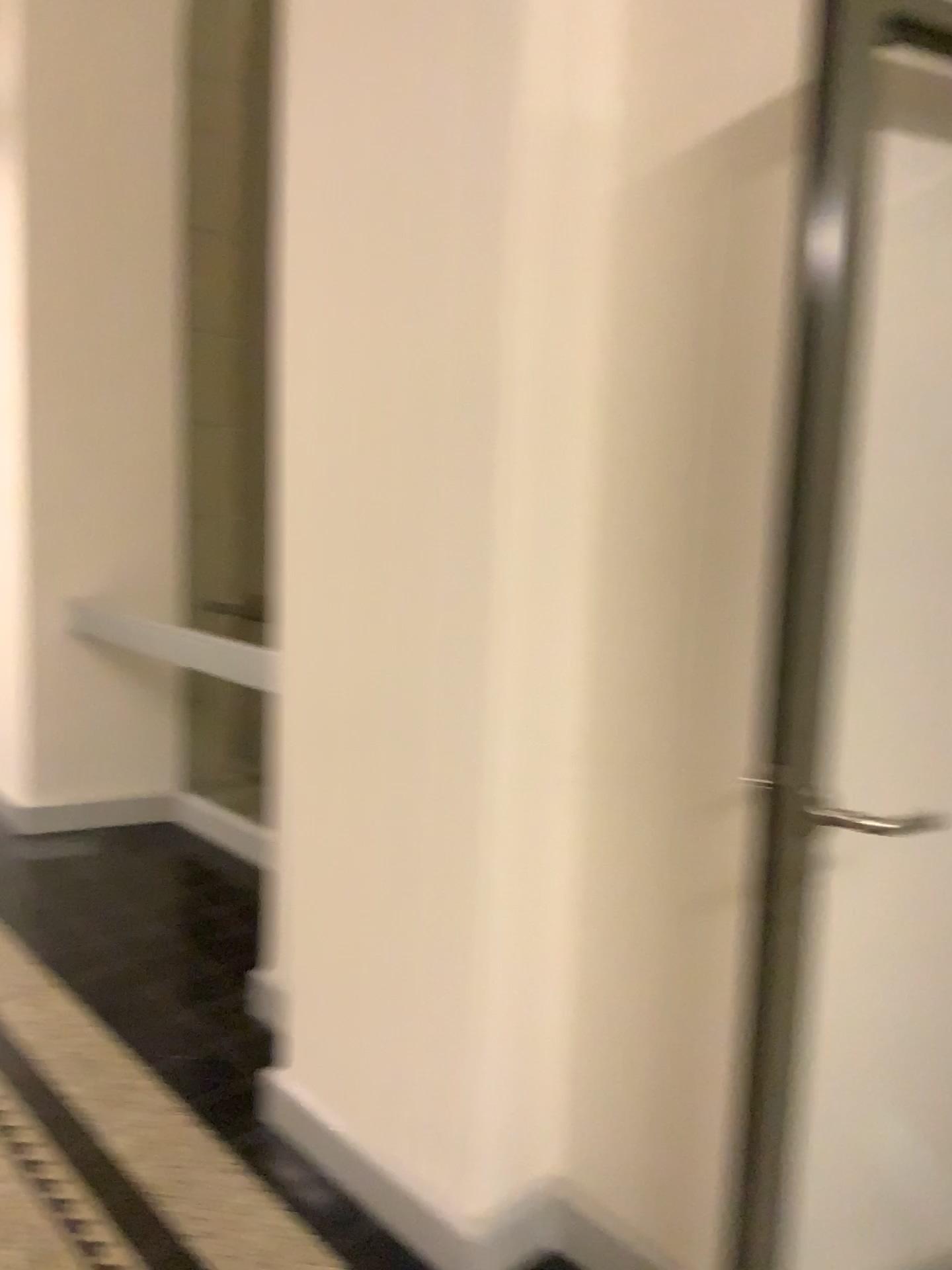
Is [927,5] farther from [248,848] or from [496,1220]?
[248,848]

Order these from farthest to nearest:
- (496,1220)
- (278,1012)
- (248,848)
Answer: (248,848)
(278,1012)
(496,1220)

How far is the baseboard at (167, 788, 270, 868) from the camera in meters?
4.1 m

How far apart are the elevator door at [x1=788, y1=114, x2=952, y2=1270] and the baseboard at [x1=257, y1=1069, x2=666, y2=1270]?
0.3 meters

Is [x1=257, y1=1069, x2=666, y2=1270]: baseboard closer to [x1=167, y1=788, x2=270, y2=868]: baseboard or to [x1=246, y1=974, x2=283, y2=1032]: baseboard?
[x1=246, y1=974, x2=283, y2=1032]: baseboard

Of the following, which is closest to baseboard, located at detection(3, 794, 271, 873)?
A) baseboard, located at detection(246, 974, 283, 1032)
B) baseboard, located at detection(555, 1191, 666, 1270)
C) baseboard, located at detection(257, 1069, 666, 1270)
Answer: baseboard, located at detection(246, 974, 283, 1032)

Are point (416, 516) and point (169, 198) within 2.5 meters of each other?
no

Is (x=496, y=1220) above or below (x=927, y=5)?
below

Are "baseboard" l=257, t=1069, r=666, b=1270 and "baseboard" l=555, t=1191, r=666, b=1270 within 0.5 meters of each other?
yes

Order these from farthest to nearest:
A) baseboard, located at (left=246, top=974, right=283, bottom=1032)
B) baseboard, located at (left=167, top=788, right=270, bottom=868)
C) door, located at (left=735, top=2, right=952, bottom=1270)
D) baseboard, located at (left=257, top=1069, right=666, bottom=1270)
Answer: baseboard, located at (left=167, top=788, right=270, bottom=868) → baseboard, located at (left=246, top=974, right=283, bottom=1032) → baseboard, located at (left=257, top=1069, right=666, bottom=1270) → door, located at (left=735, top=2, right=952, bottom=1270)
